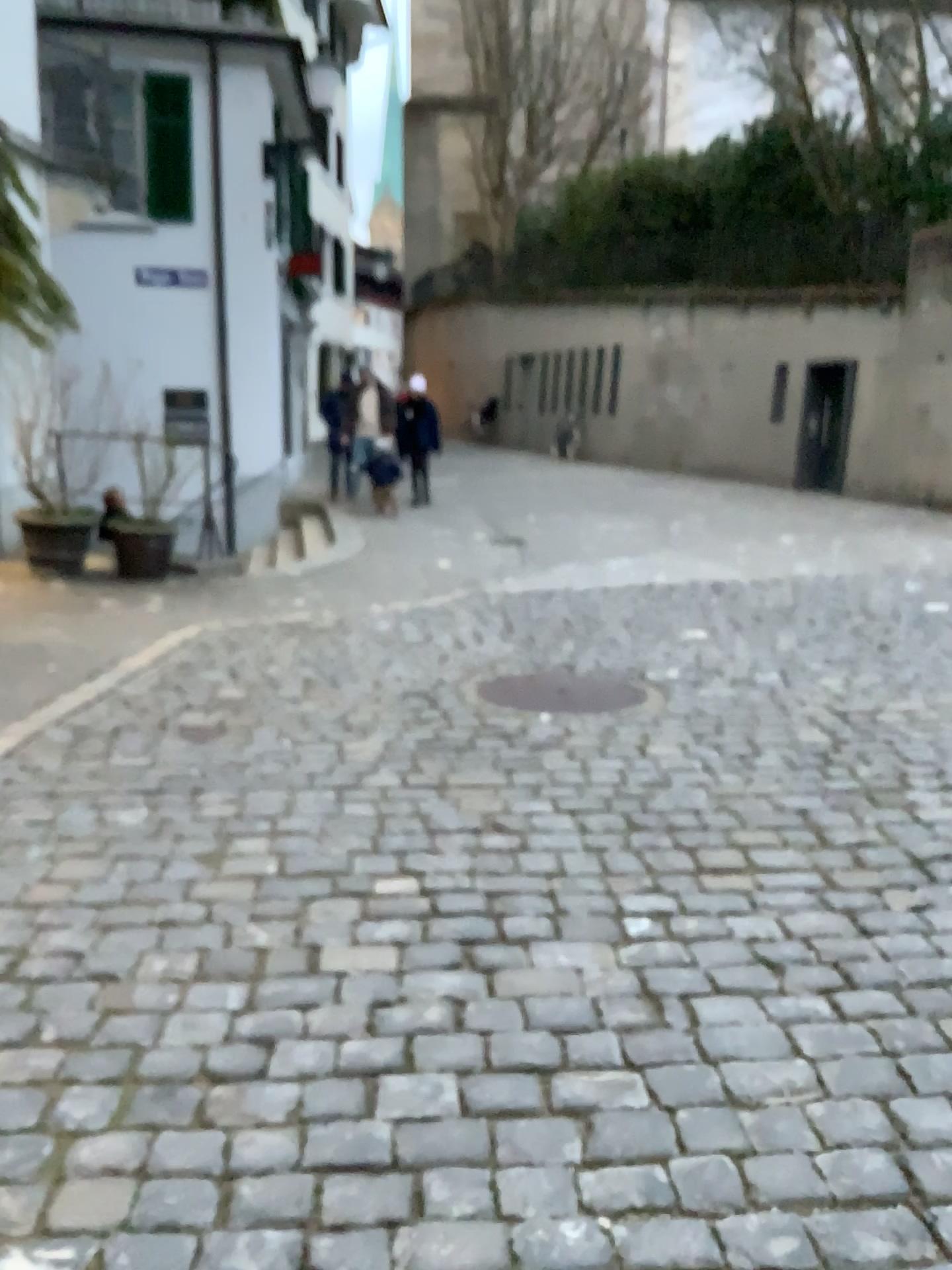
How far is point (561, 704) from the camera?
4.58m

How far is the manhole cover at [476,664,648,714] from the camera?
4.6 meters

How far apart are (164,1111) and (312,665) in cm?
344
